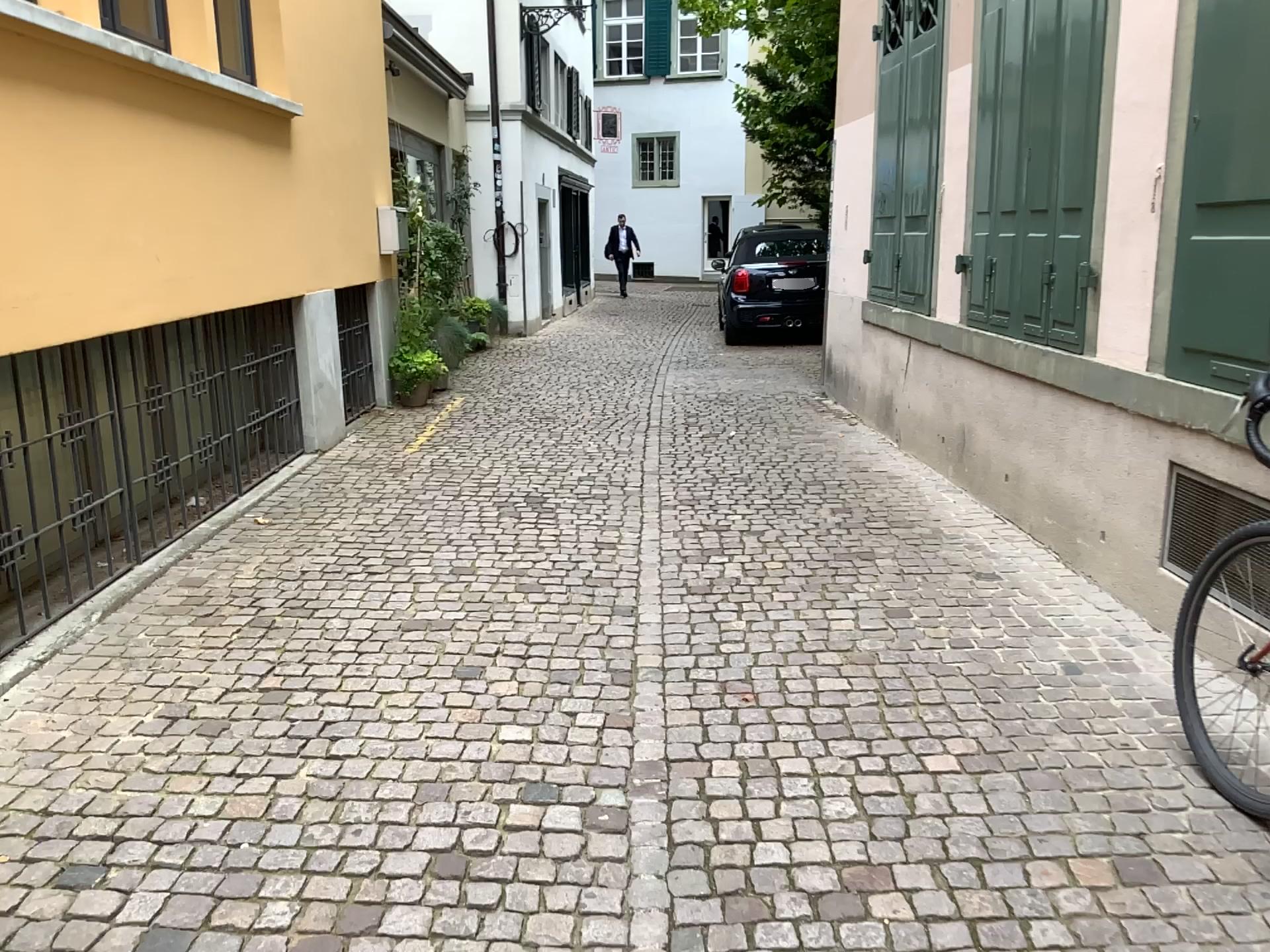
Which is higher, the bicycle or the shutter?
the shutter

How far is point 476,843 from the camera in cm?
252

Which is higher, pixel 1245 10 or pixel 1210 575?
pixel 1245 10
